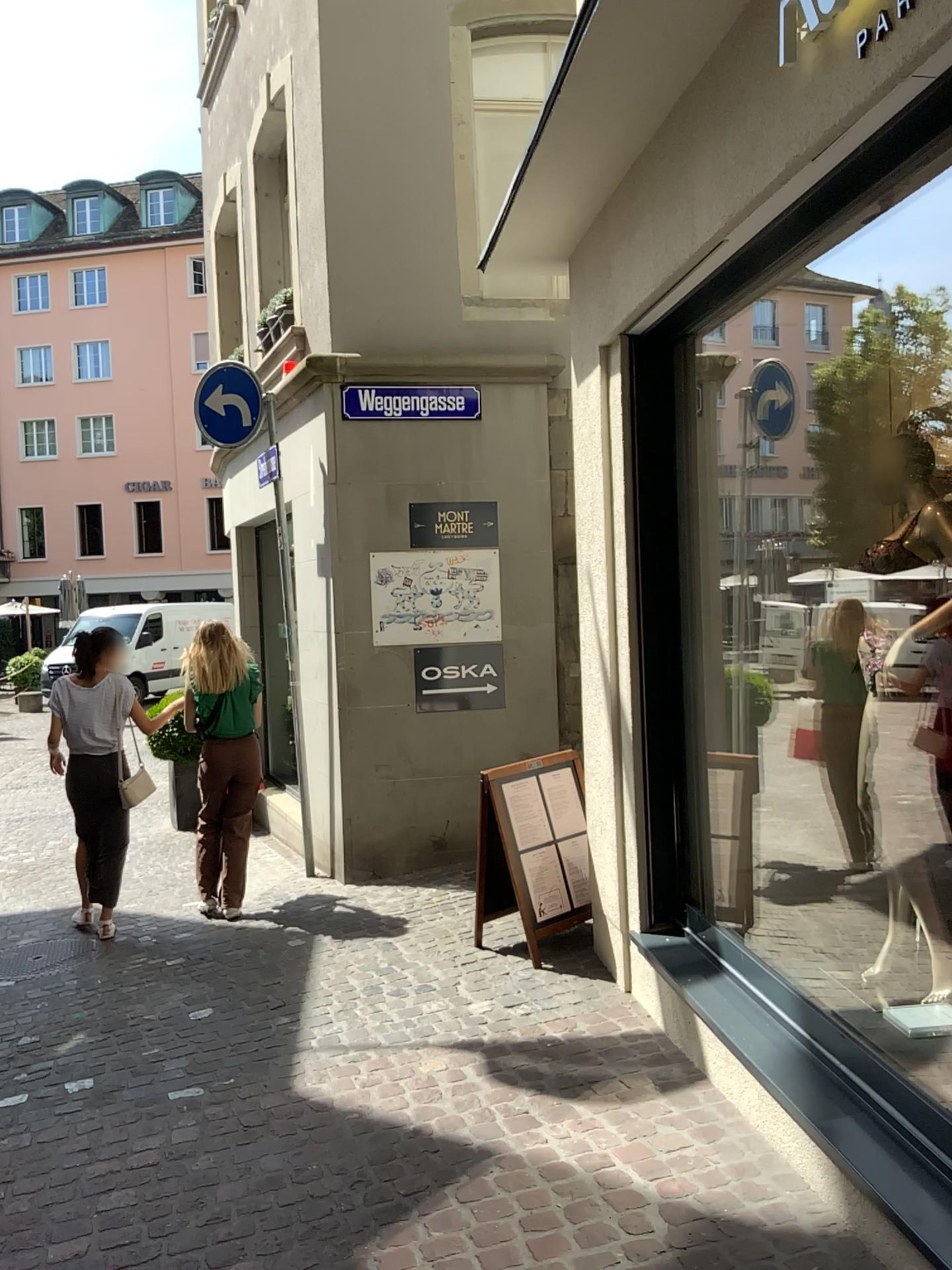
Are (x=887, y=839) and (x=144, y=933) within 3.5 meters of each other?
no
